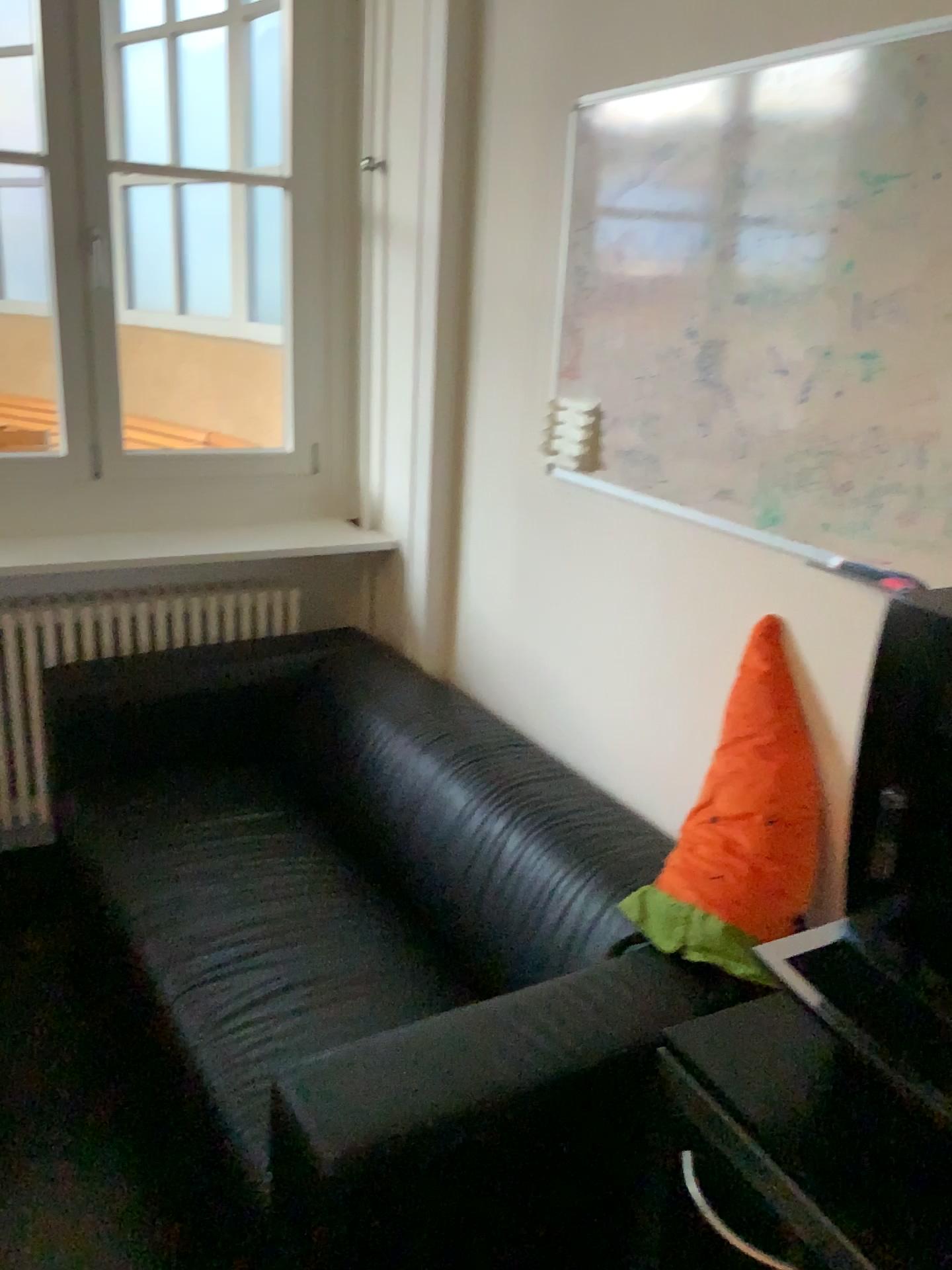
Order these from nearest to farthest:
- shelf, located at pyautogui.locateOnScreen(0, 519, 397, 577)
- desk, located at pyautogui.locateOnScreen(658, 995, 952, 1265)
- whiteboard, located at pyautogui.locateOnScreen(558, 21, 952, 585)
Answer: desk, located at pyautogui.locateOnScreen(658, 995, 952, 1265) < whiteboard, located at pyautogui.locateOnScreen(558, 21, 952, 585) < shelf, located at pyautogui.locateOnScreen(0, 519, 397, 577)

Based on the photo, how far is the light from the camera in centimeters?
171cm

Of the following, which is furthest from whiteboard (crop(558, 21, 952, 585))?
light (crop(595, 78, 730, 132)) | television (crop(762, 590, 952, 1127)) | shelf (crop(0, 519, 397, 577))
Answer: shelf (crop(0, 519, 397, 577))

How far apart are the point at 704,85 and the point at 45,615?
2.0 meters

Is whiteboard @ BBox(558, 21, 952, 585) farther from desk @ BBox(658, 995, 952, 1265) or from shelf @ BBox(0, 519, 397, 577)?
shelf @ BBox(0, 519, 397, 577)

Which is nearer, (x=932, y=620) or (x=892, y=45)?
(x=932, y=620)

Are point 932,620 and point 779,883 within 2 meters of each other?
yes

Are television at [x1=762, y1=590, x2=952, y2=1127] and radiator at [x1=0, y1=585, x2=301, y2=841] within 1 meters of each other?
no

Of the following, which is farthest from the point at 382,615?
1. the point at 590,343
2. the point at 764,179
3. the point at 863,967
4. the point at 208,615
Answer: the point at 863,967

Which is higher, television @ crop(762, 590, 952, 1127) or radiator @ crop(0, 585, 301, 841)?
television @ crop(762, 590, 952, 1127)
